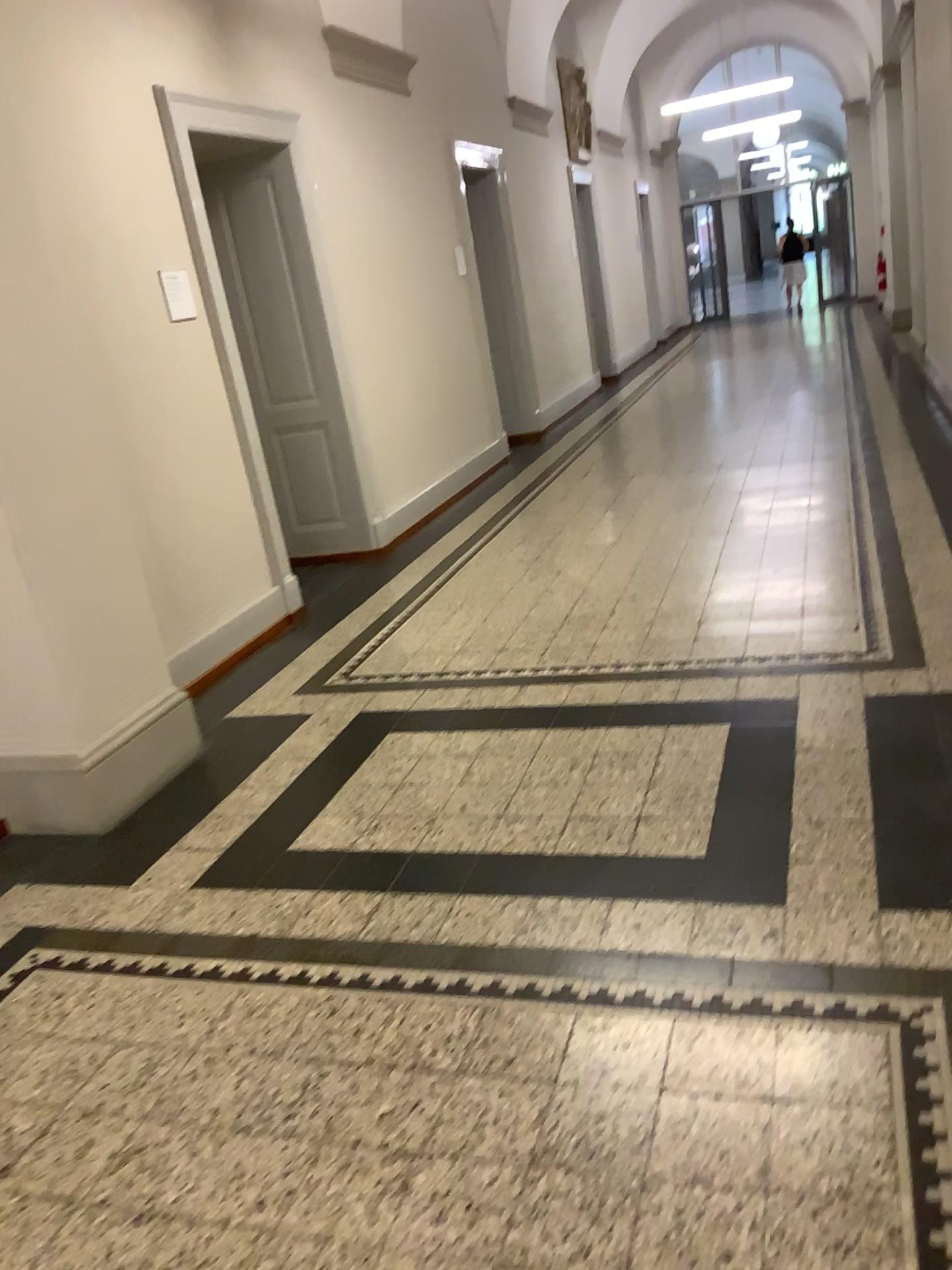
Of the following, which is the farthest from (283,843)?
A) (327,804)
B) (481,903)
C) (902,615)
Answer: (902,615)

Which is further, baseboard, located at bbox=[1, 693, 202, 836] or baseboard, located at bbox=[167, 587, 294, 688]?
baseboard, located at bbox=[167, 587, 294, 688]

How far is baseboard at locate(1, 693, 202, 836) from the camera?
3.4 meters

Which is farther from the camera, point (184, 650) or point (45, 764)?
point (184, 650)

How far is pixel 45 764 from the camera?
3.42m
